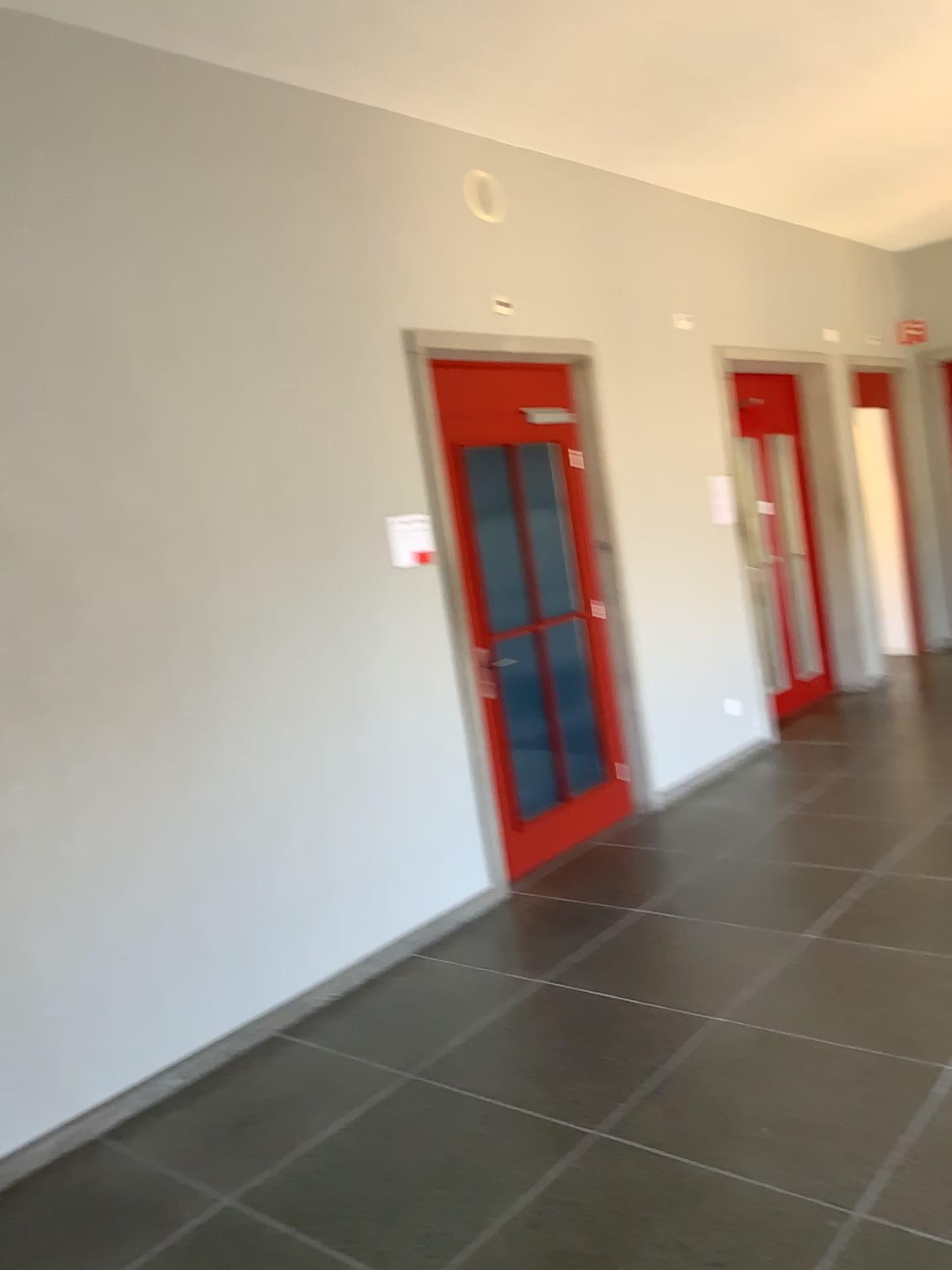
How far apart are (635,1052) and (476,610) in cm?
205

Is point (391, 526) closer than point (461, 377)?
Yes

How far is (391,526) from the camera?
4.3m

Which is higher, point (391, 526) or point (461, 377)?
point (461, 377)

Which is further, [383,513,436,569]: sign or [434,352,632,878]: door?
[434,352,632,878]: door

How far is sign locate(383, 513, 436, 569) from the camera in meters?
4.3
